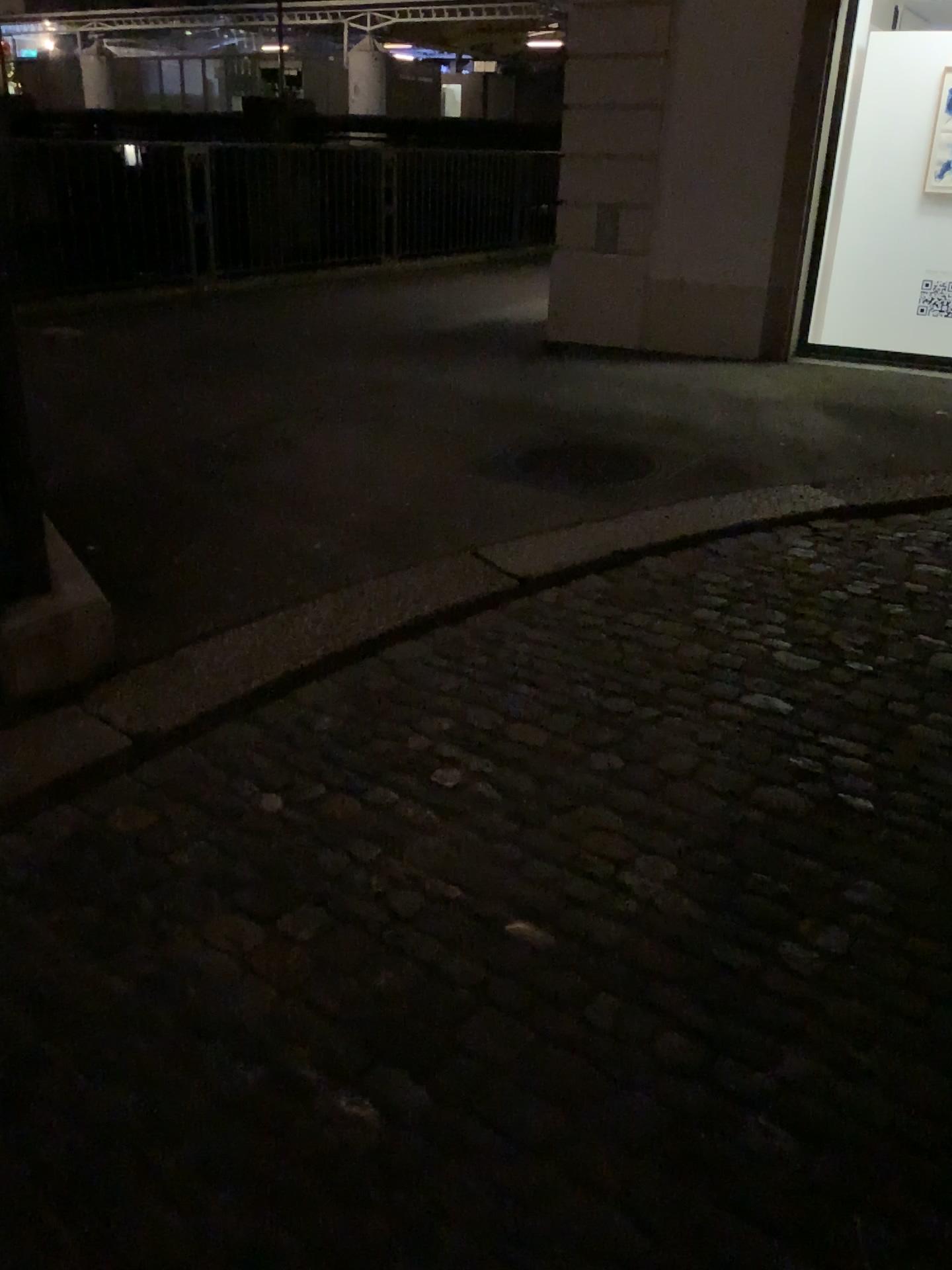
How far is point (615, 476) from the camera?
4.5m

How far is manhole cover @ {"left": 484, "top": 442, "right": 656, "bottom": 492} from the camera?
4.5 meters

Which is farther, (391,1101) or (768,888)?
(768,888)
